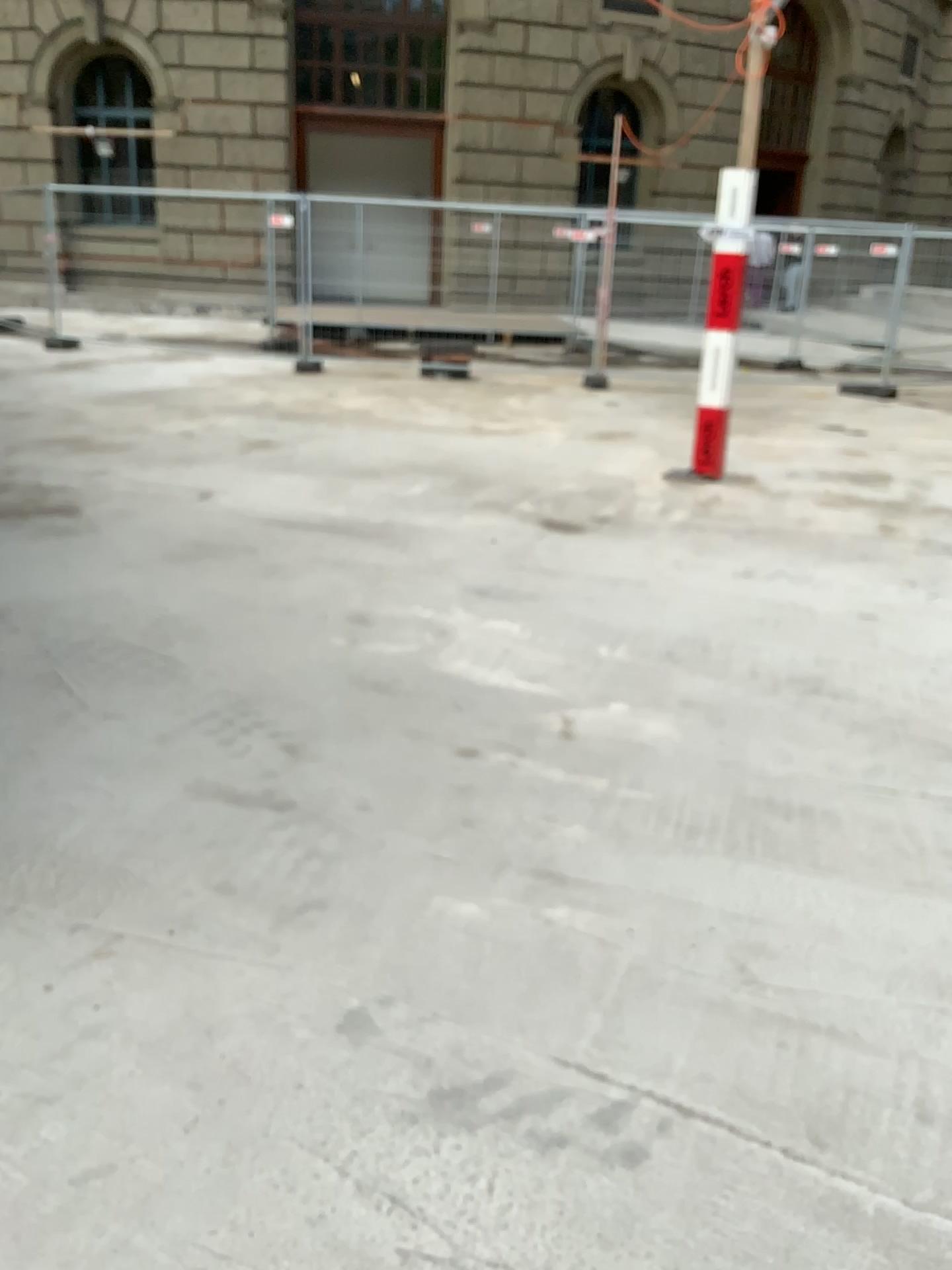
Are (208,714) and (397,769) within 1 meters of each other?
yes
